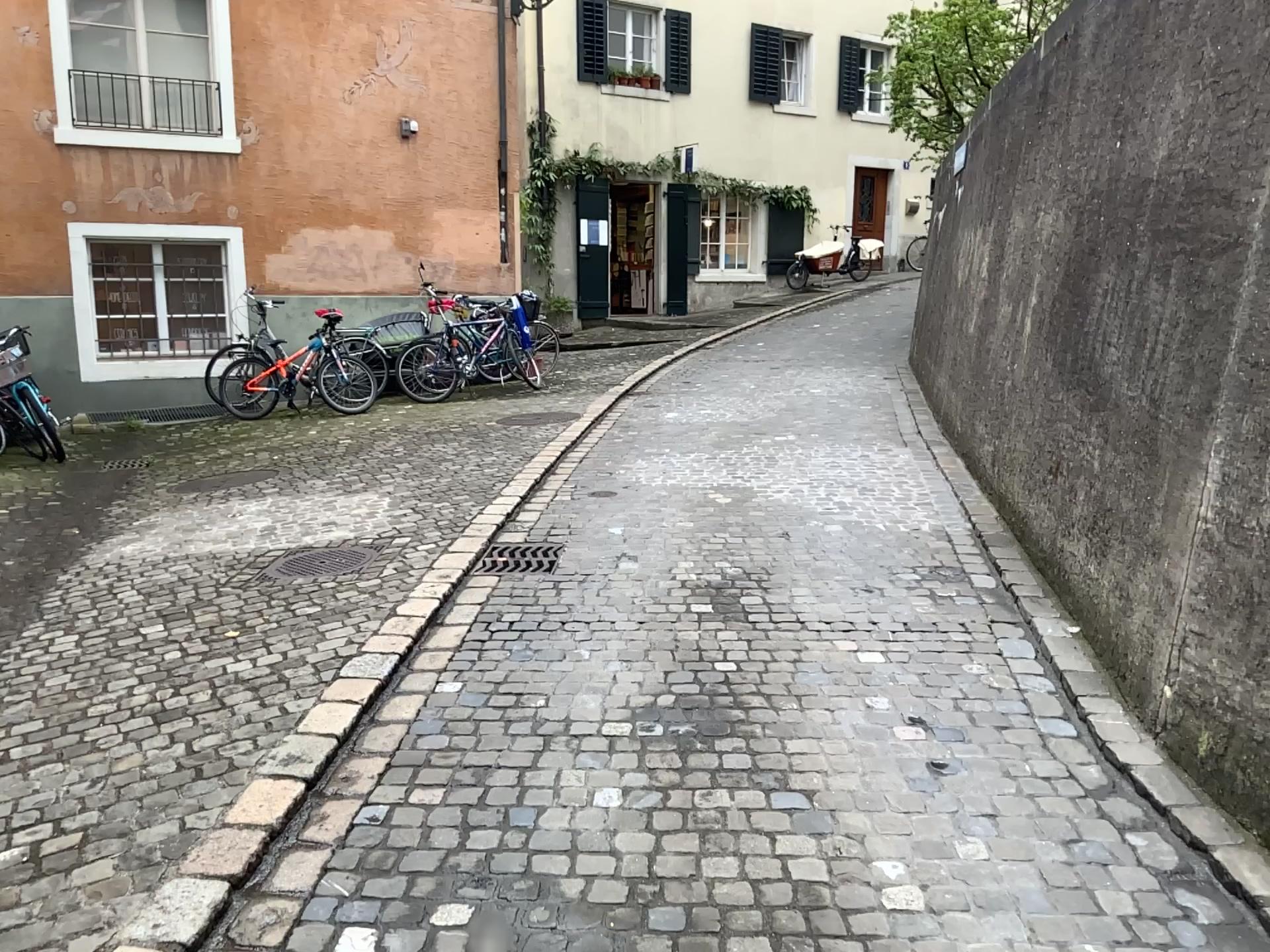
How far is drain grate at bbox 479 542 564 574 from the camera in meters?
4.8 m

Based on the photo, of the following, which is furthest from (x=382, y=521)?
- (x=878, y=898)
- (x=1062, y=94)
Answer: (x=1062, y=94)

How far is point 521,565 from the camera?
4.82m
